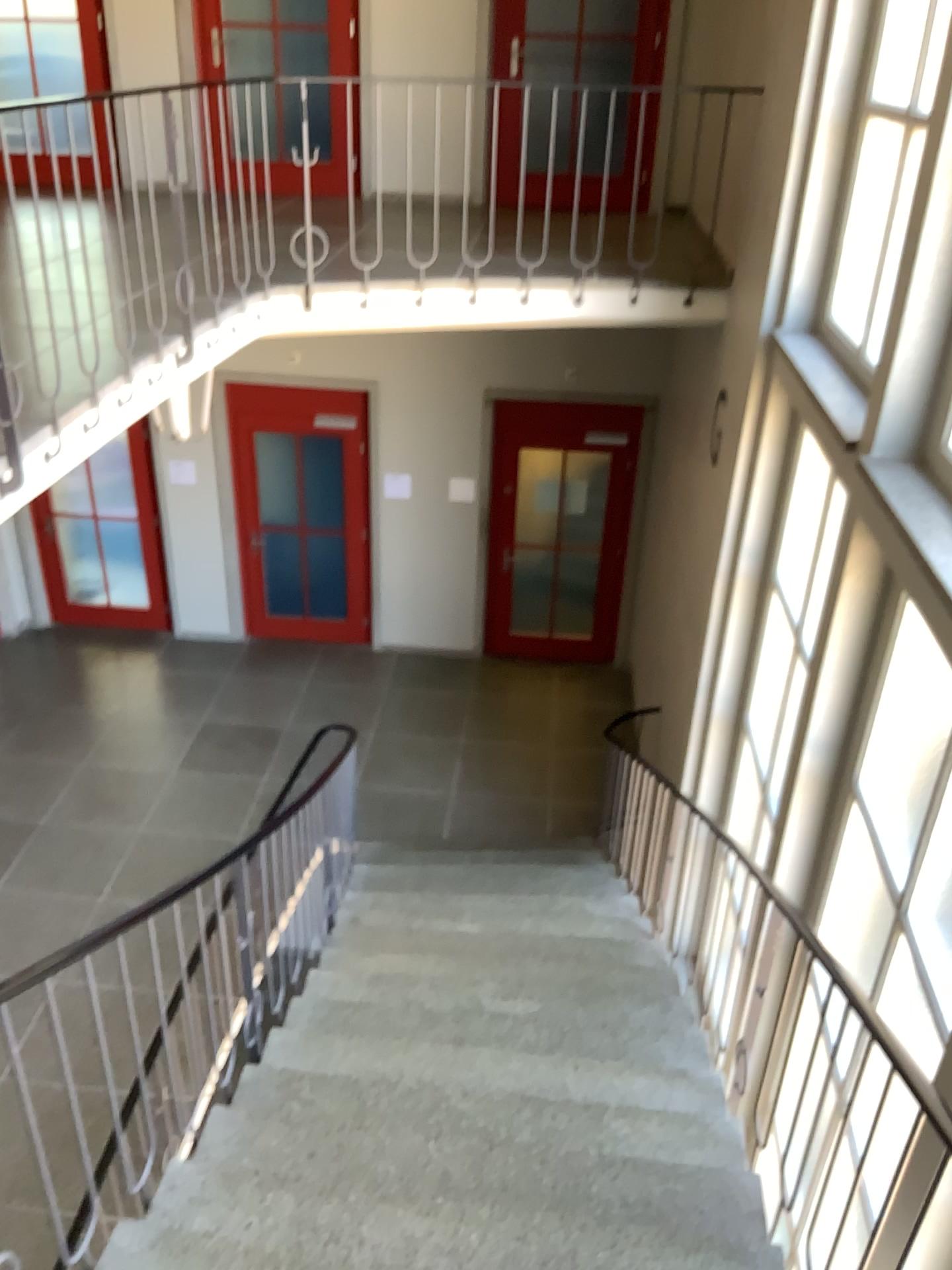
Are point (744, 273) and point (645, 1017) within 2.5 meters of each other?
no
